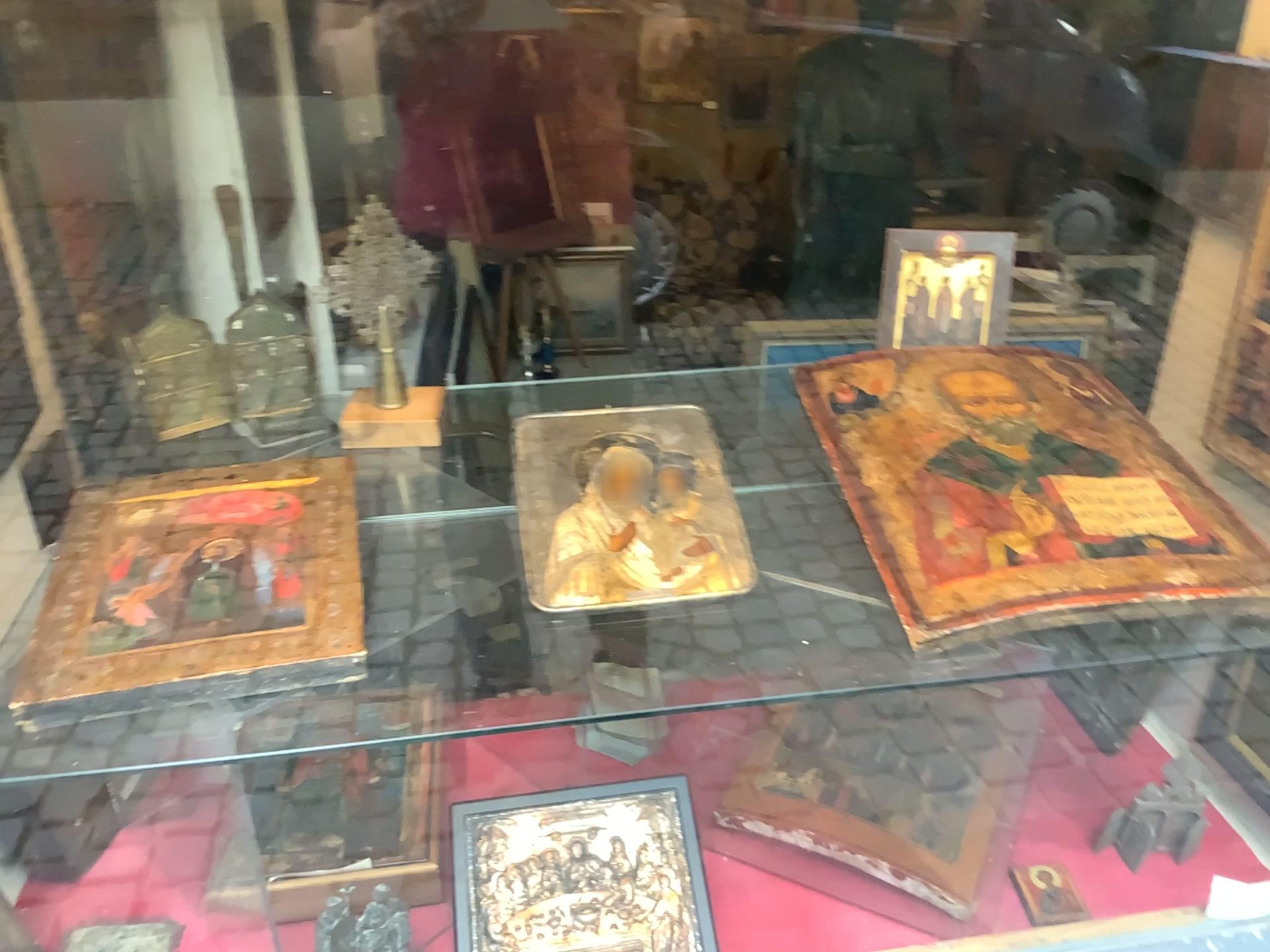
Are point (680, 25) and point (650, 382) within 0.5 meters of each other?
yes

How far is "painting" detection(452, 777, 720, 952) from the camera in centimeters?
110cm

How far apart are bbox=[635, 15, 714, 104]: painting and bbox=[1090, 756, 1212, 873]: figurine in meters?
1.0 m

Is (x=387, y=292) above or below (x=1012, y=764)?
above

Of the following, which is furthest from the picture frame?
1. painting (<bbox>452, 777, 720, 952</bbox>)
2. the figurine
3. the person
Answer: the figurine

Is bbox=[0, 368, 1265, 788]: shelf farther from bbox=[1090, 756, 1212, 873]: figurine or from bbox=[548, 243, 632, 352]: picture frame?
bbox=[1090, 756, 1212, 873]: figurine

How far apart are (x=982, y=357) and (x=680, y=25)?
0.33m

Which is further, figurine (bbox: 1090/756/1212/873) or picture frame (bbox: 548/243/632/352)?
figurine (bbox: 1090/756/1212/873)

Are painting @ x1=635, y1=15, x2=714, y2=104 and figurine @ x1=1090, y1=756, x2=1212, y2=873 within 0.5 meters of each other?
no

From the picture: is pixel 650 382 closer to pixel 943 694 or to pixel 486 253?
pixel 486 253
